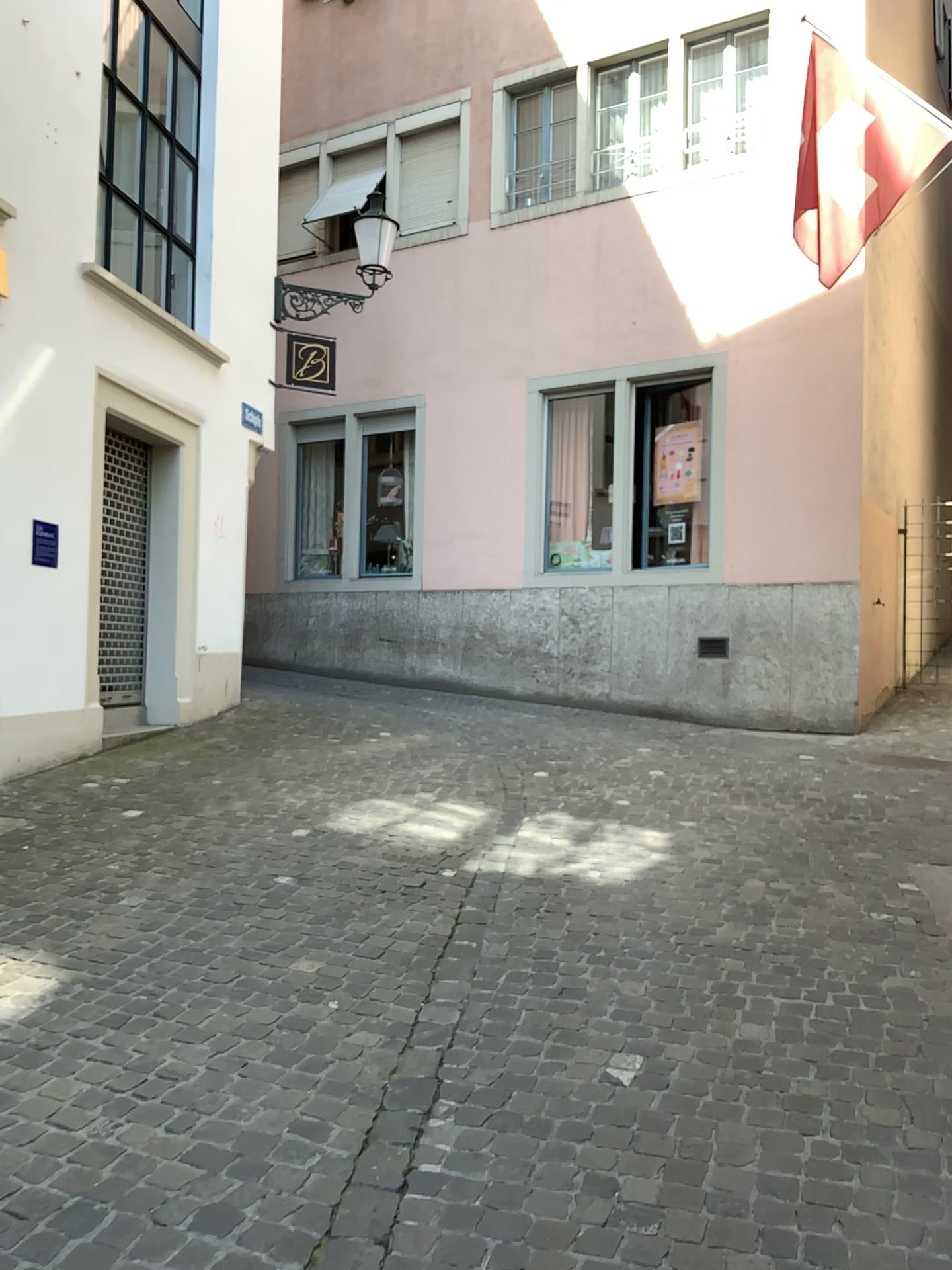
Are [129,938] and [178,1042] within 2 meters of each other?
yes
